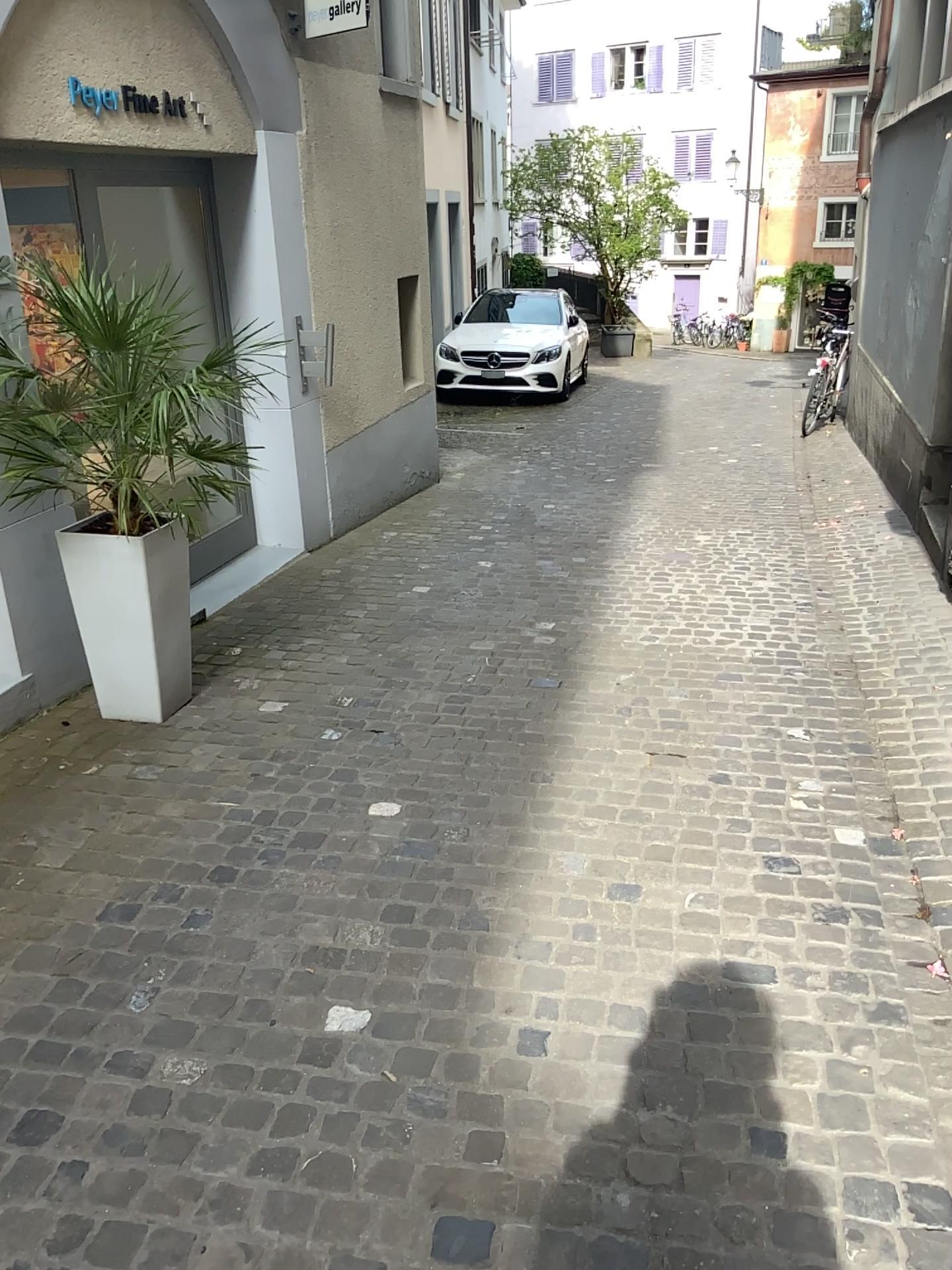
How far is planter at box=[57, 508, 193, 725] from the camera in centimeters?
358cm

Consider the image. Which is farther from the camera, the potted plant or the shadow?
the potted plant

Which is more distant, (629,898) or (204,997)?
(629,898)

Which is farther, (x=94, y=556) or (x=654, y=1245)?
(x=94, y=556)

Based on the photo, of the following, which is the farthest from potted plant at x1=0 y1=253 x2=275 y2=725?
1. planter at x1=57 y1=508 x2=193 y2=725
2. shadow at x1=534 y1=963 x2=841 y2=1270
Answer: → shadow at x1=534 y1=963 x2=841 y2=1270

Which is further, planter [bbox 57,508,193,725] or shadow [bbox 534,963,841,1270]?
planter [bbox 57,508,193,725]

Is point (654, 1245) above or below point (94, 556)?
below

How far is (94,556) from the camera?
3.58m

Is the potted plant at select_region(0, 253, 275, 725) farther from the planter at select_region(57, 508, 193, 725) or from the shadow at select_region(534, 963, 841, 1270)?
the shadow at select_region(534, 963, 841, 1270)
